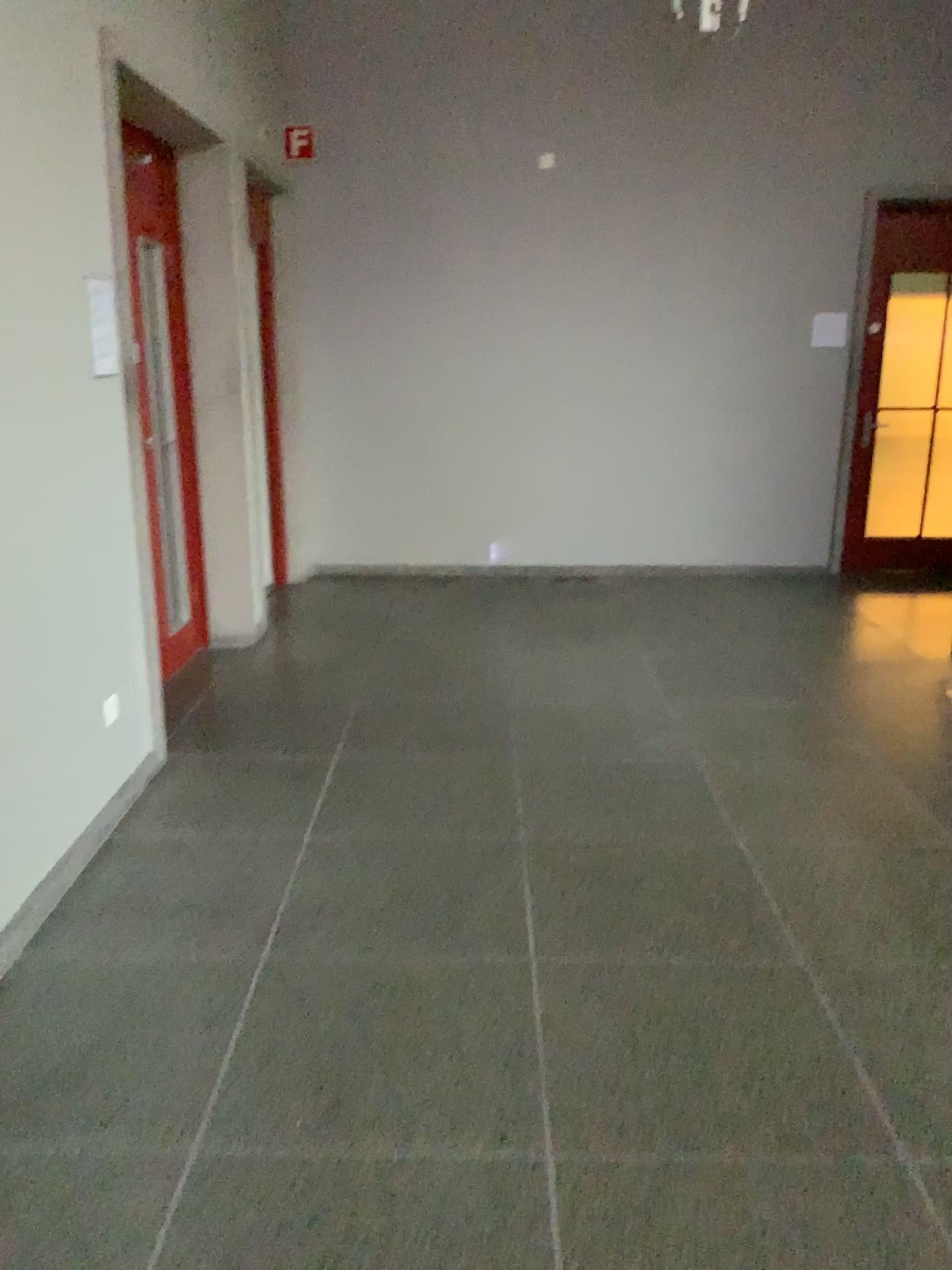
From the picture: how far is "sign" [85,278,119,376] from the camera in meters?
3.3 m

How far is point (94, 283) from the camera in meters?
3.3

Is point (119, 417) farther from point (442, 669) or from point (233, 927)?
point (442, 669)
